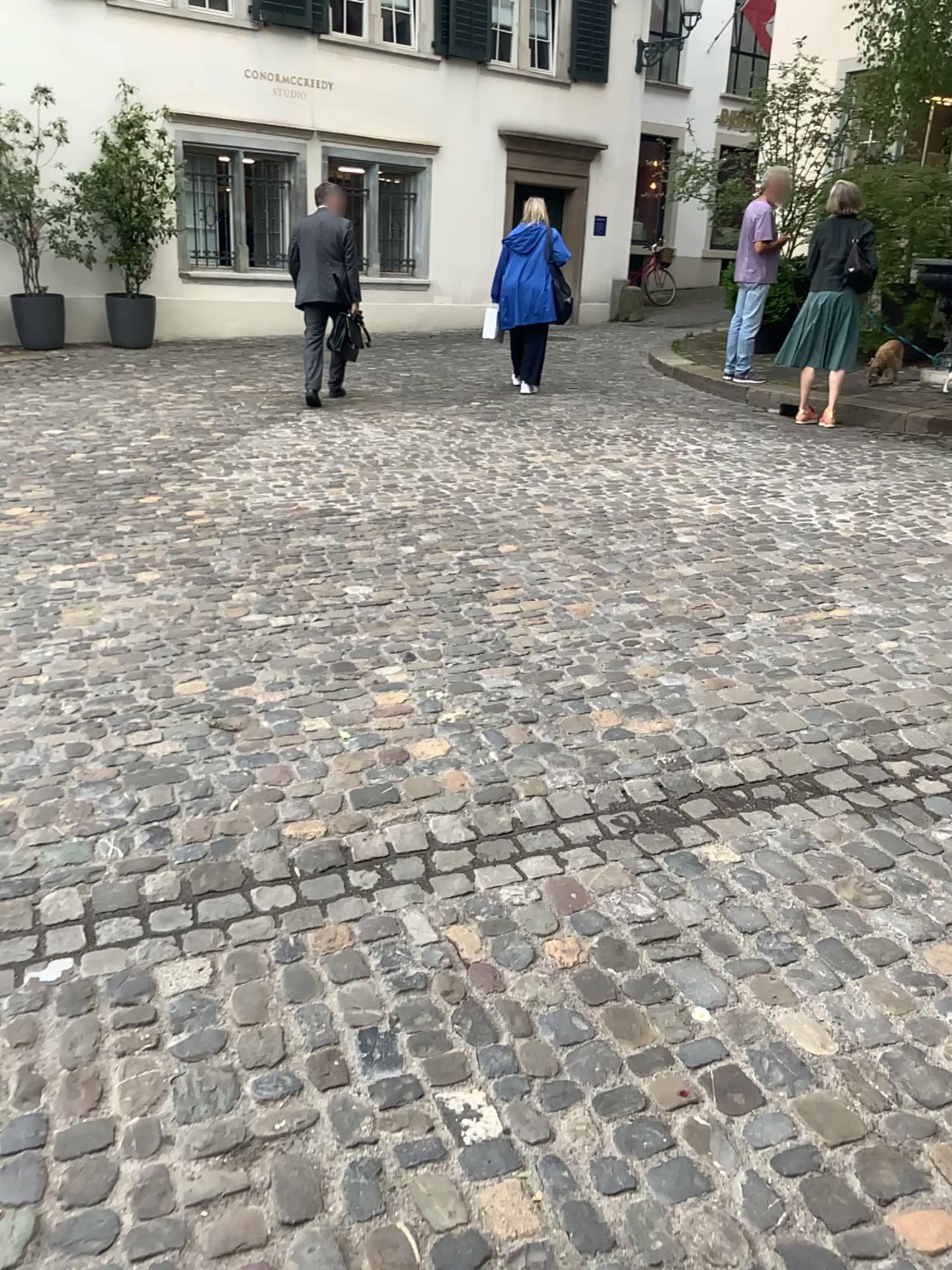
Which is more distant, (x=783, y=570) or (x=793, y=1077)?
(x=783, y=570)
